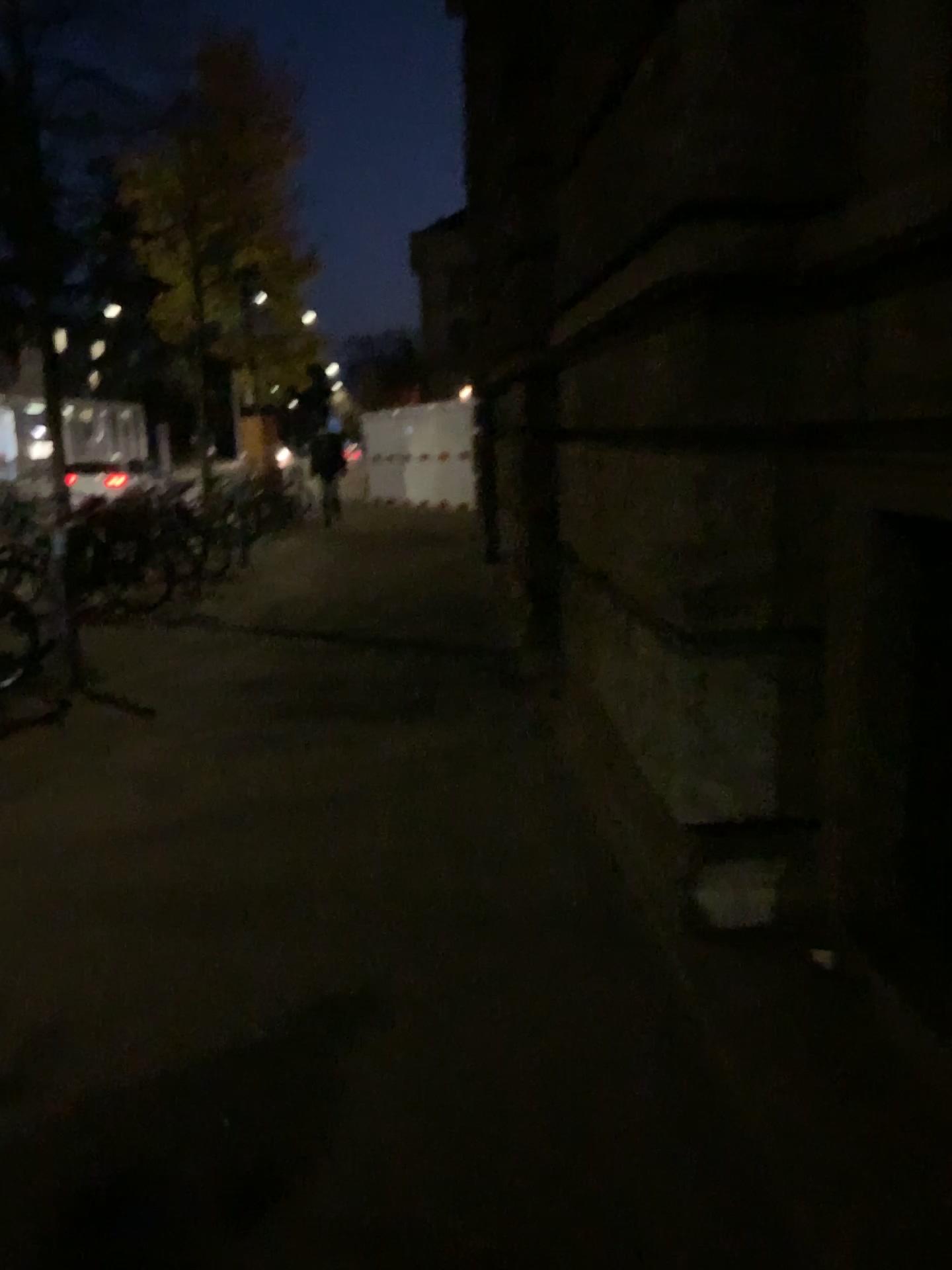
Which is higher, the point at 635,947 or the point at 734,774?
the point at 734,774
